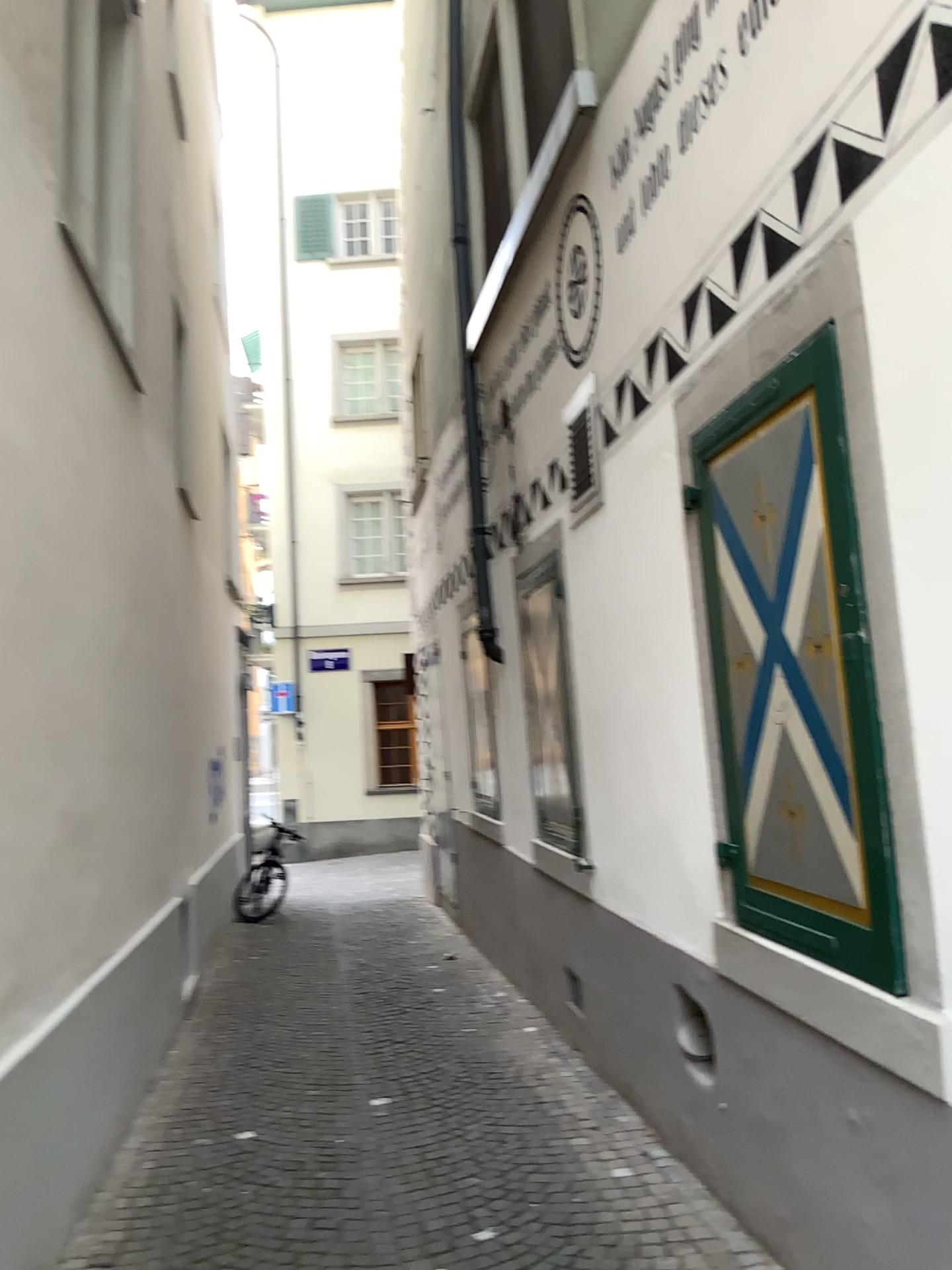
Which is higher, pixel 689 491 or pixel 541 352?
pixel 541 352
